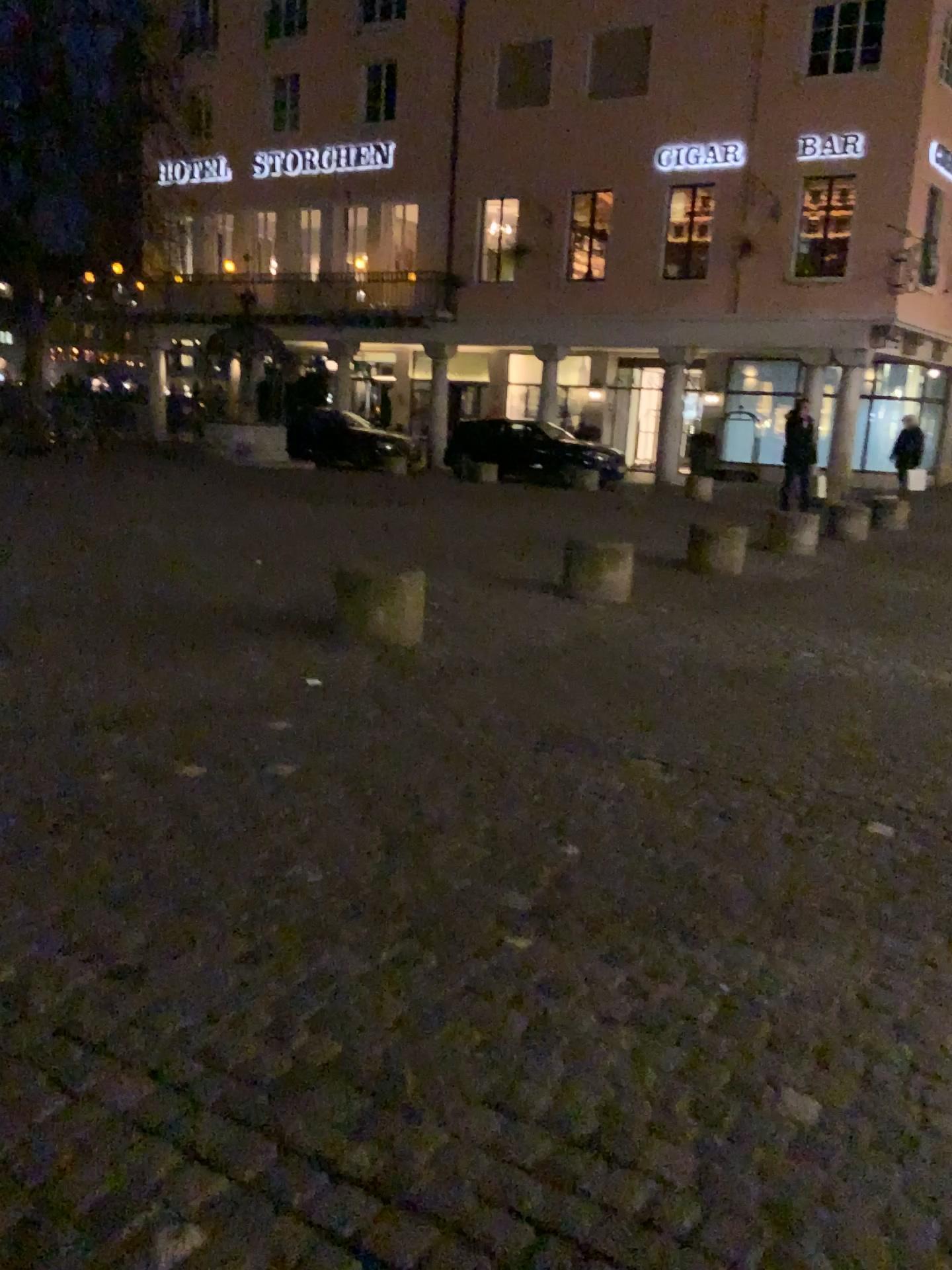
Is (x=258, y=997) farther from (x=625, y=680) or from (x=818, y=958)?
(x=625, y=680)
